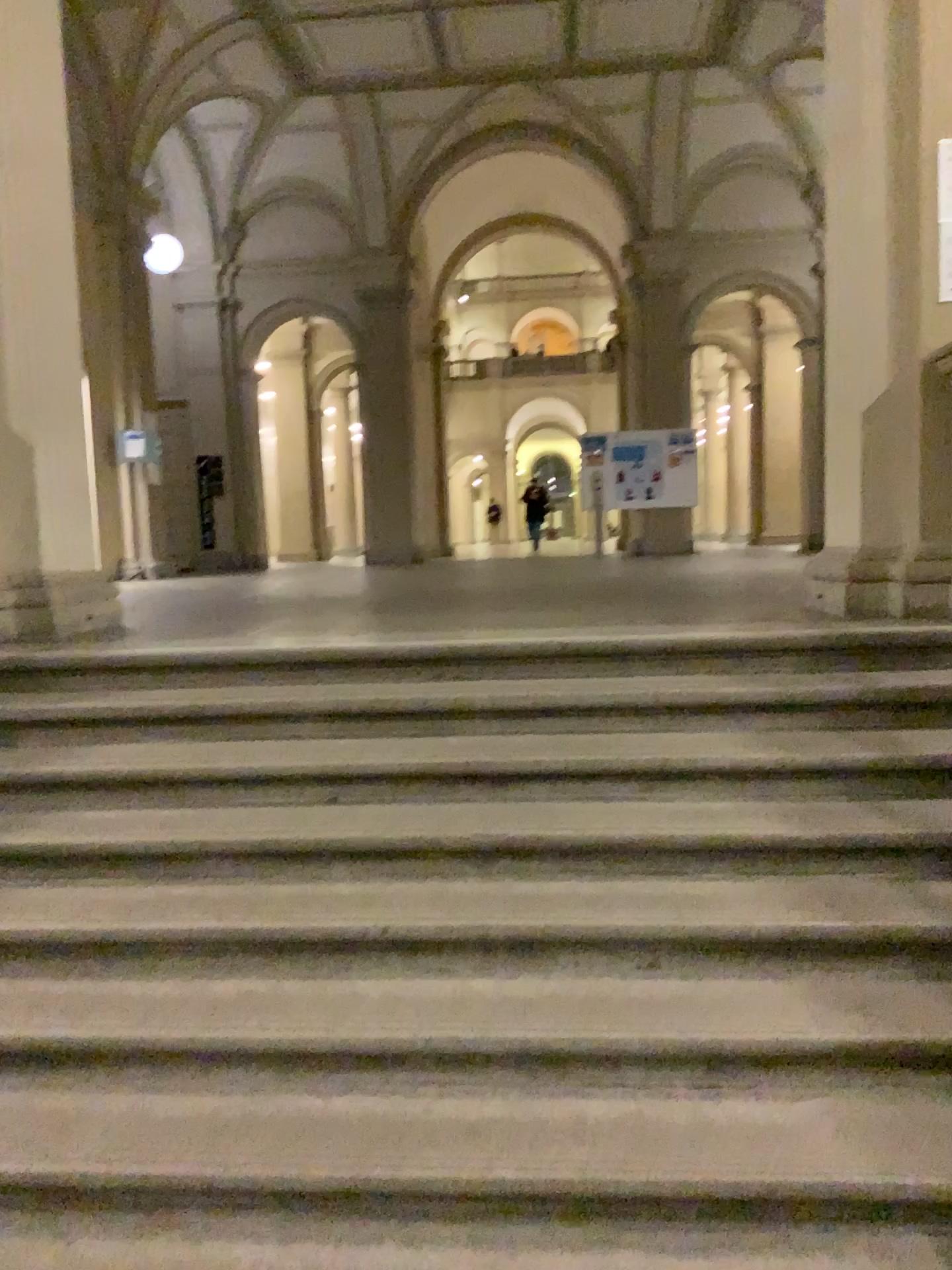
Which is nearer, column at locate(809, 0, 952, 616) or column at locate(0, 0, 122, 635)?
column at locate(809, 0, 952, 616)

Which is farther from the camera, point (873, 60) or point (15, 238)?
point (15, 238)

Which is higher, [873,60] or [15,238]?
[873,60]

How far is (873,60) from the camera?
4.2m

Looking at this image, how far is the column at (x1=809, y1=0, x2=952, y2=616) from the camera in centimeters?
419cm

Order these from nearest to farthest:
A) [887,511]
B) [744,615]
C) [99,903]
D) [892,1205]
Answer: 1. [892,1205]
2. [99,903]
3. [744,615]
4. [887,511]
